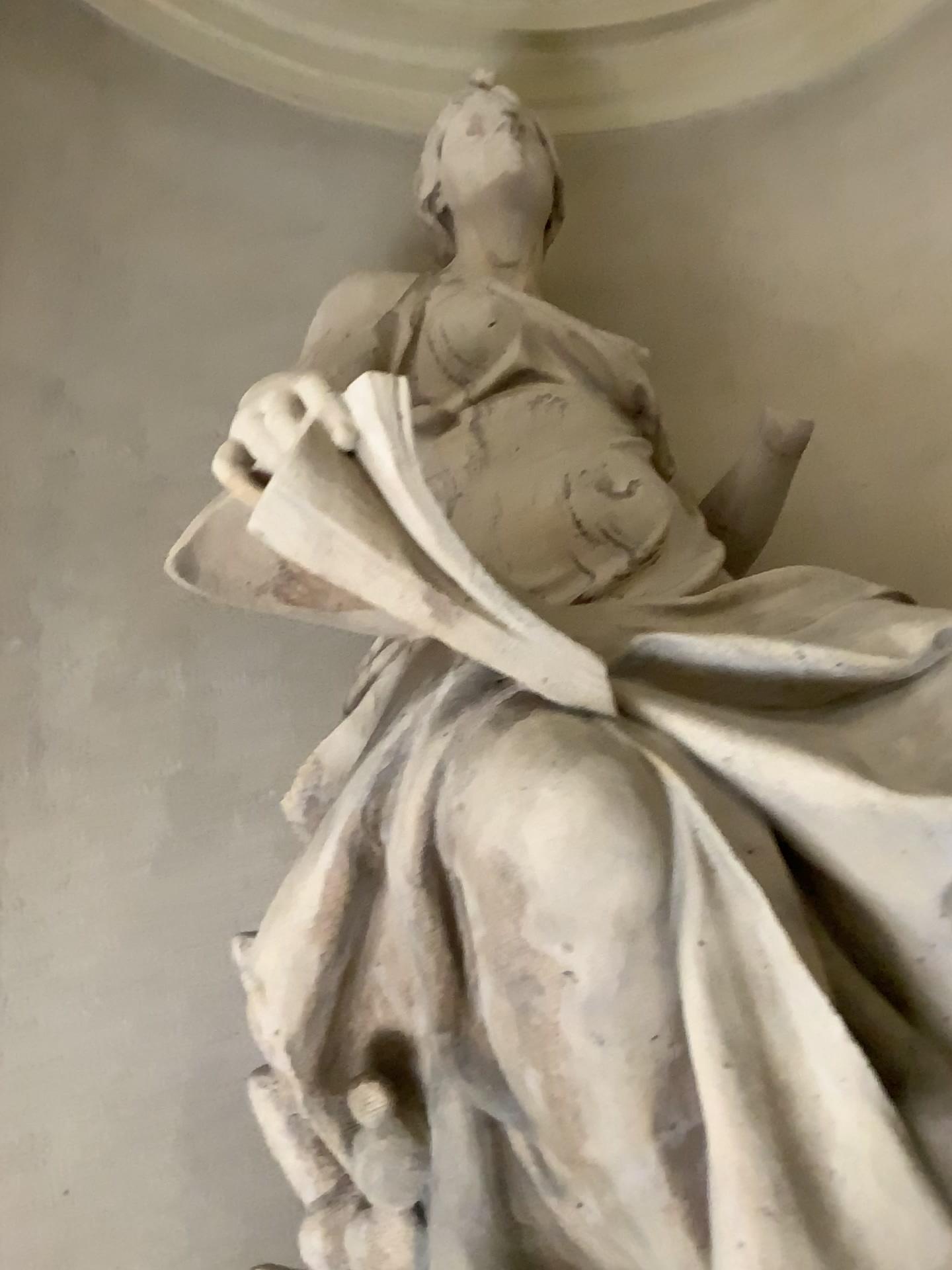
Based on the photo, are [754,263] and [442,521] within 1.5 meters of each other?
no
